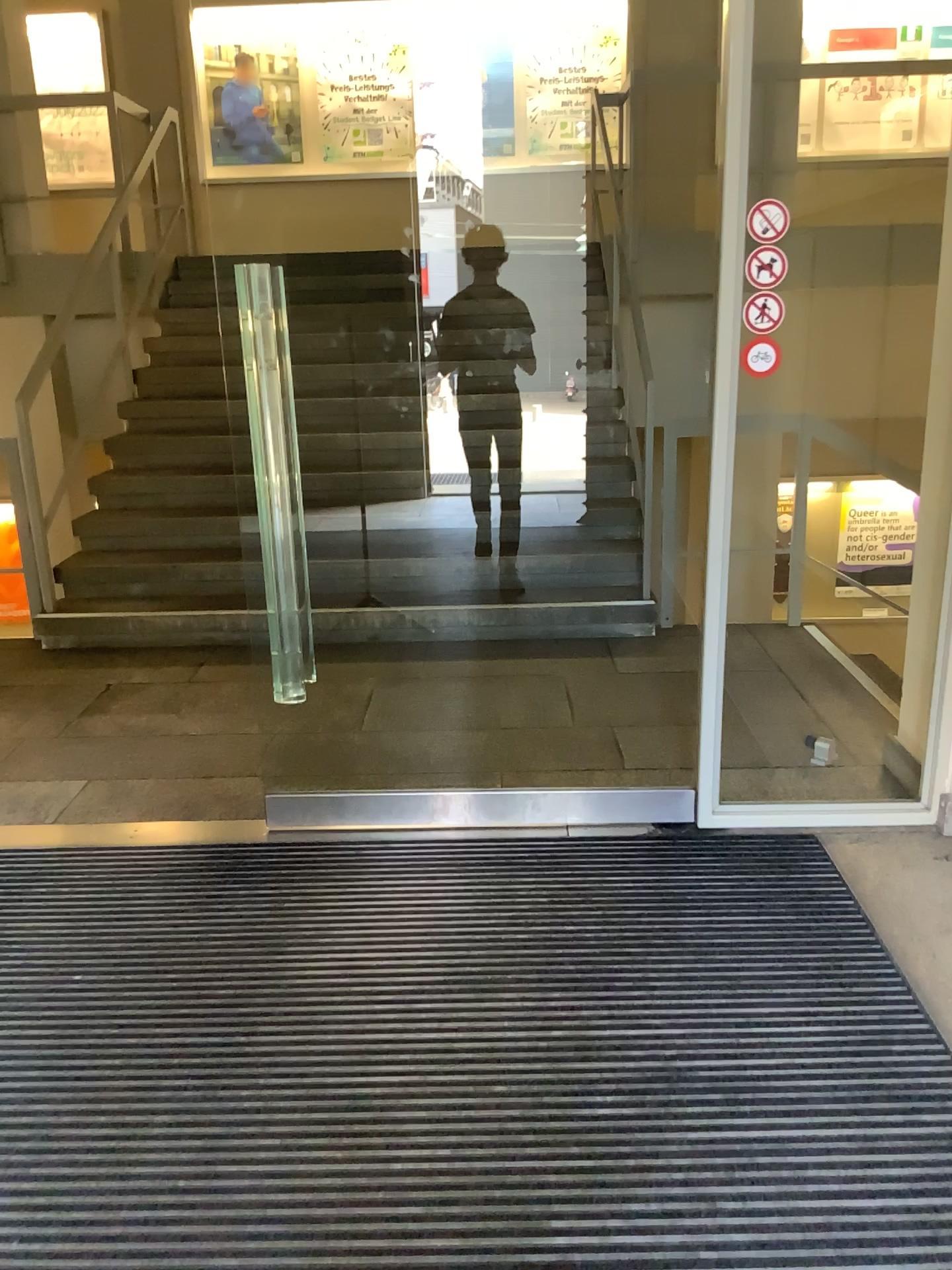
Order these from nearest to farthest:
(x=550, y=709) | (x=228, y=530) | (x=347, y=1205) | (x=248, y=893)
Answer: (x=347, y=1205) < (x=248, y=893) < (x=550, y=709) < (x=228, y=530)
